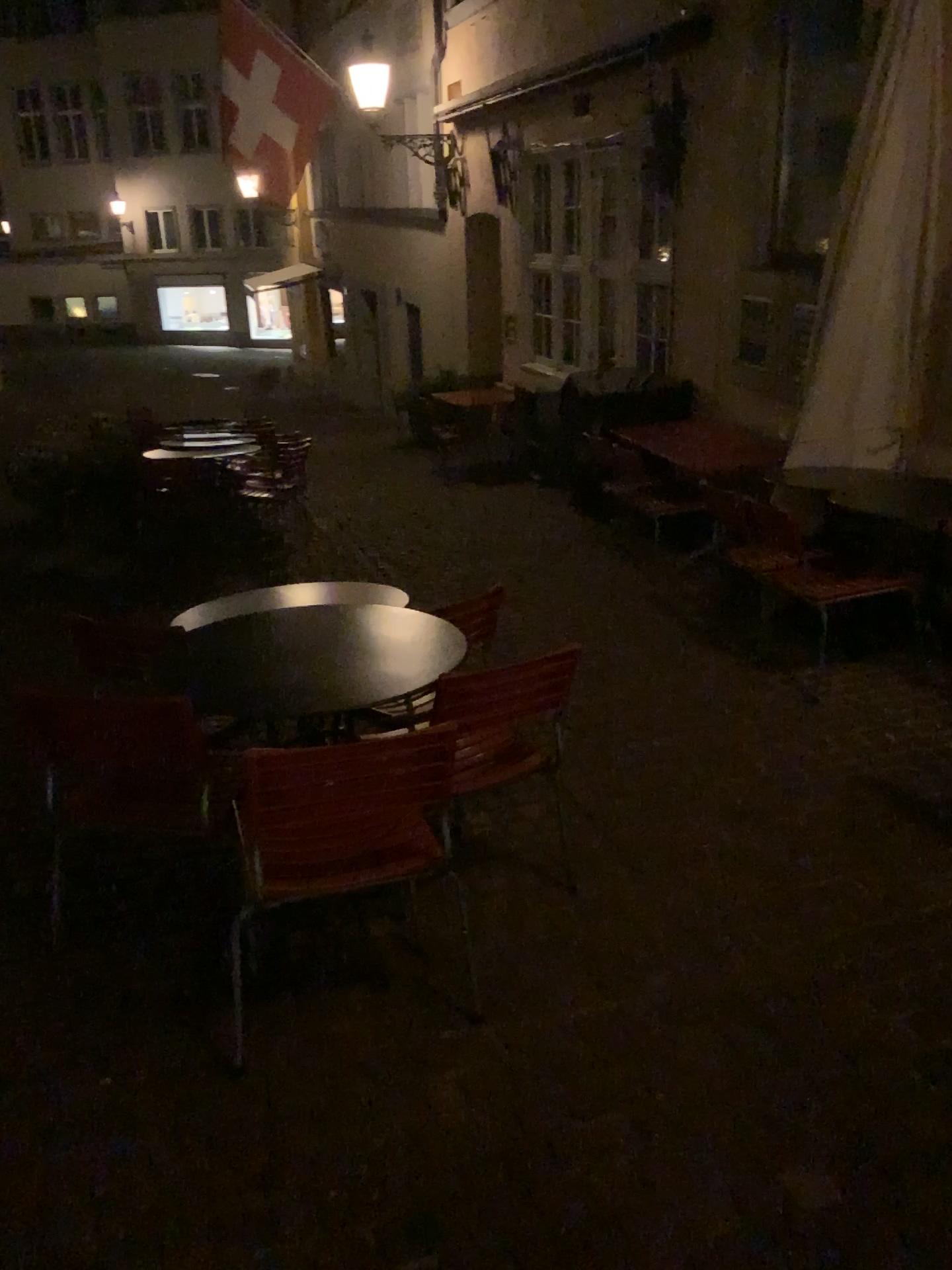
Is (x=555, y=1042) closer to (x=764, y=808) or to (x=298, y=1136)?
(x=298, y=1136)

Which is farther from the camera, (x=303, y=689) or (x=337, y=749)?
(x=303, y=689)

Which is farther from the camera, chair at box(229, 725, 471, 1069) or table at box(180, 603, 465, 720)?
table at box(180, 603, 465, 720)

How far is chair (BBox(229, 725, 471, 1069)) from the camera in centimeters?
206cm

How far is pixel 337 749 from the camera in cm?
206

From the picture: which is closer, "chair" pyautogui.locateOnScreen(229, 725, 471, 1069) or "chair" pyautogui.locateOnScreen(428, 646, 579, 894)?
"chair" pyautogui.locateOnScreen(229, 725, 471, 1069)

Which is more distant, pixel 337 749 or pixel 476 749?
pixel 476 749
